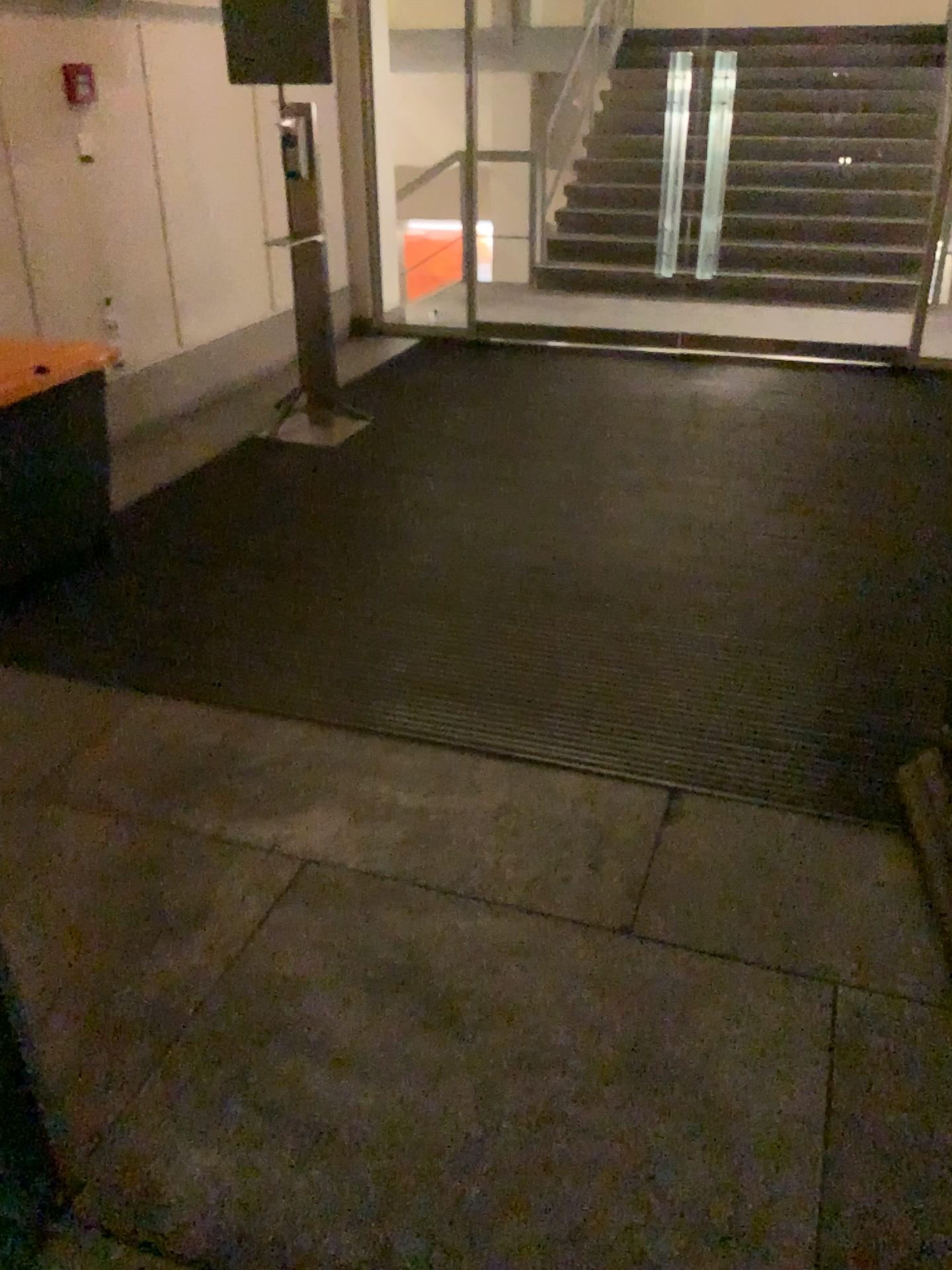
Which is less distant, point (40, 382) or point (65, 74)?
point (40, 382)

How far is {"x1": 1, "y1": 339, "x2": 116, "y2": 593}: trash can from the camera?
3.1 meters

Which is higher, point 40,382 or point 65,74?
point 65,74

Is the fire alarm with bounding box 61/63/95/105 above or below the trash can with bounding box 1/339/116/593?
above

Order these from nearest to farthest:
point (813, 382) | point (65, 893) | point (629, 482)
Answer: point (65, 893), point (629, 482), point (813, 382)

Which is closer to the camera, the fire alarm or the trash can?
the trash can

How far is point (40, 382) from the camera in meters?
3.1
